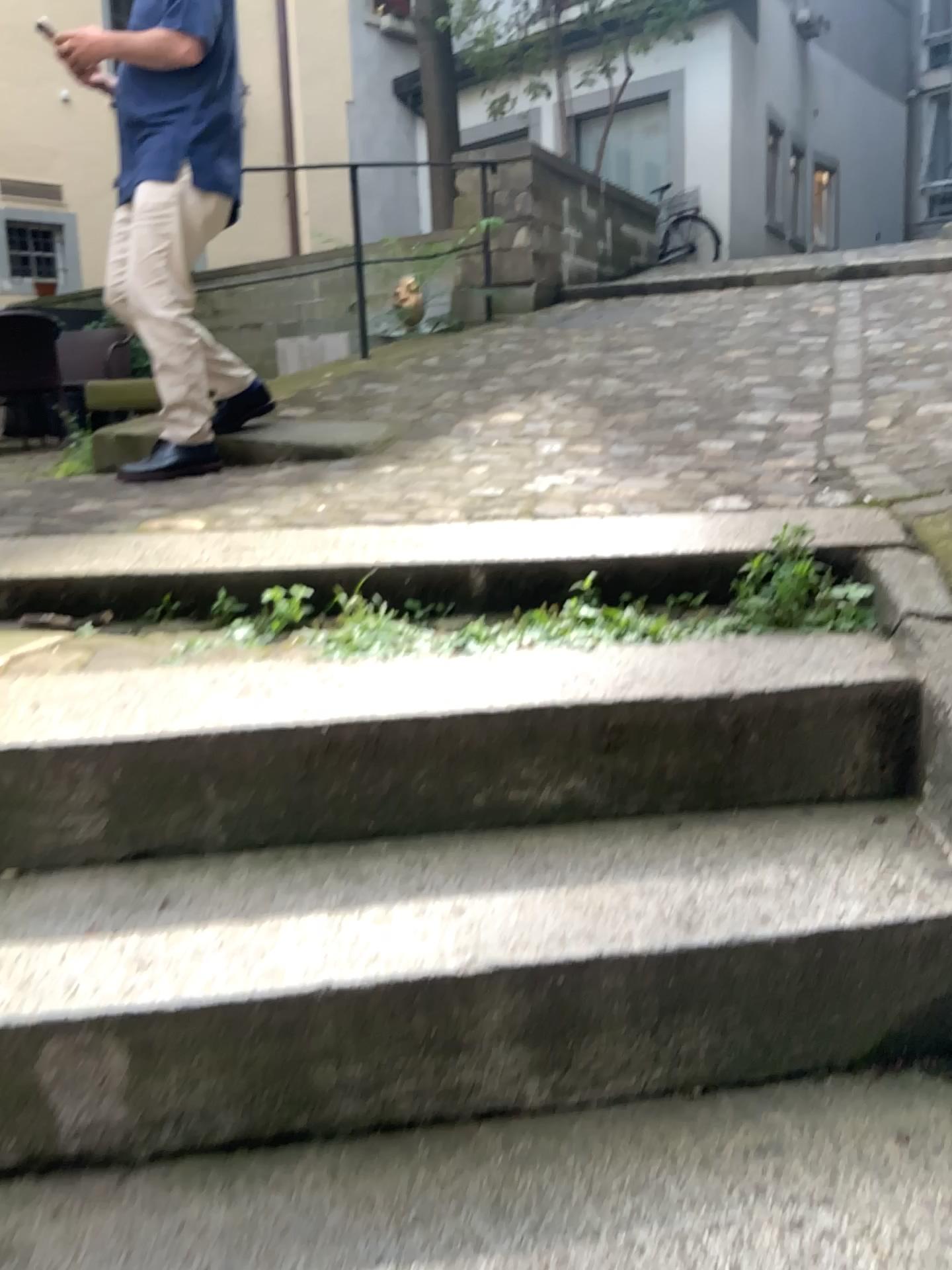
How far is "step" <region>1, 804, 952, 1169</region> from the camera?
1.1 meters

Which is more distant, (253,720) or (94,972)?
(253,720)

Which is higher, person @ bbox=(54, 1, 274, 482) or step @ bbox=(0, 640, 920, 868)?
person @ bbox=(54, 1, 274, 482)

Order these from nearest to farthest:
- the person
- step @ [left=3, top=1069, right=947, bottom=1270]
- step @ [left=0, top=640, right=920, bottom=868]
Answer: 1. step @ [left=3, top=1069, right=947, bottom=1270]
2. step @ [left=0, top=640, right=920, bottom=868]
3. the person

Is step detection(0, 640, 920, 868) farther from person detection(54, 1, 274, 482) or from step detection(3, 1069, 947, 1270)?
person detection(54, 1, 274, 482)

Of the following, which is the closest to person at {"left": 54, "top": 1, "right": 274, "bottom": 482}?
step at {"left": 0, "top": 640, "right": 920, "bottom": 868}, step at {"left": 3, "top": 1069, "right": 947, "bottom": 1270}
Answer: step at {"left": 0, "top": 640, "right": 920, "bottom": 868}

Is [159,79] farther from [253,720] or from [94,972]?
→ [94,972]

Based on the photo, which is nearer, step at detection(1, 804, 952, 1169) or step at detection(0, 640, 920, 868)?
step at detection(1, 804, 952, 1169)

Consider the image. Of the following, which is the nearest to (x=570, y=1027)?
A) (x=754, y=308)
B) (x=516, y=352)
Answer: (x=516, y=352)

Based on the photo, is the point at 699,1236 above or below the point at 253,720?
below
